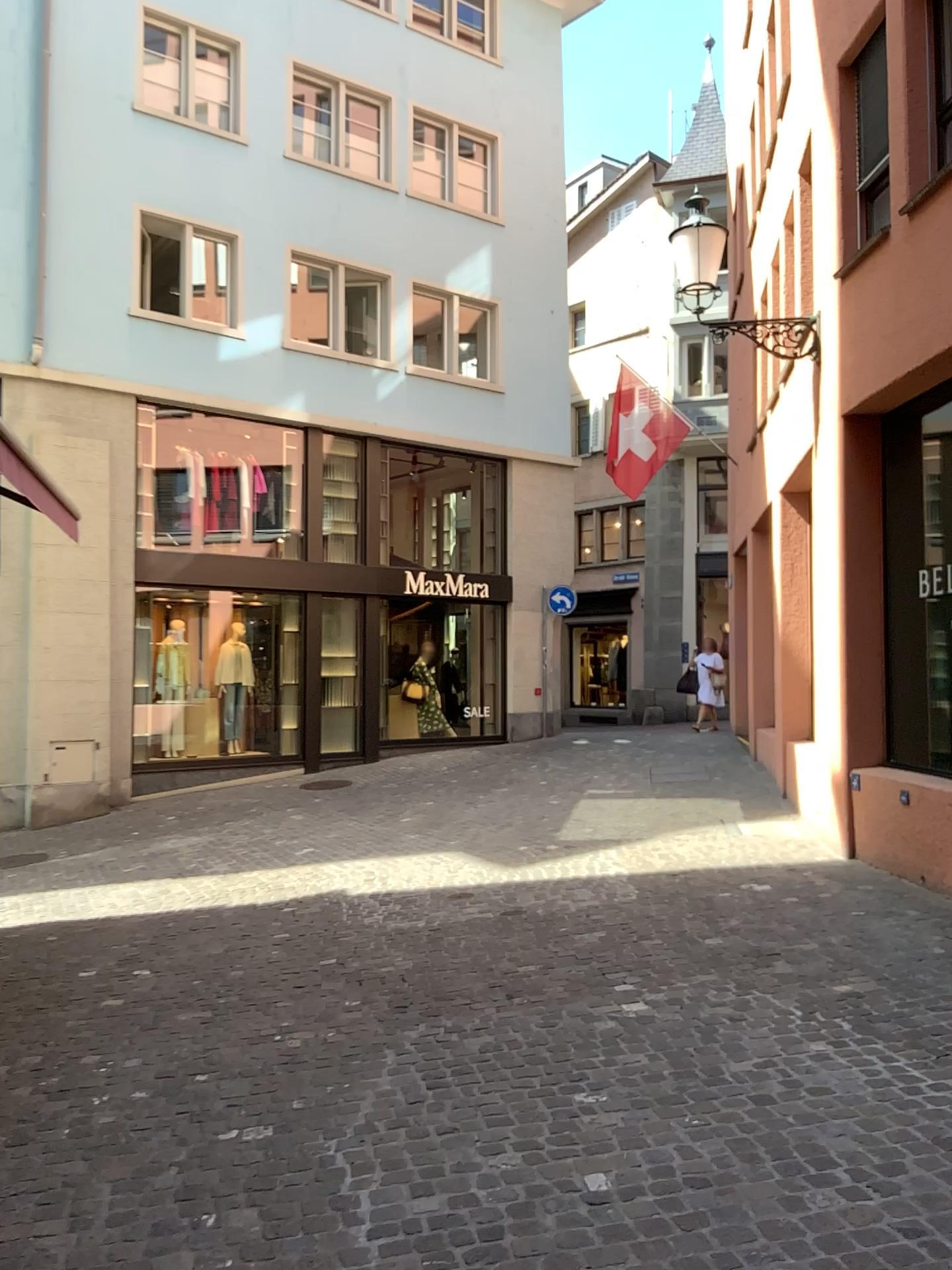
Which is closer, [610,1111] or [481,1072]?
[610,1111]
